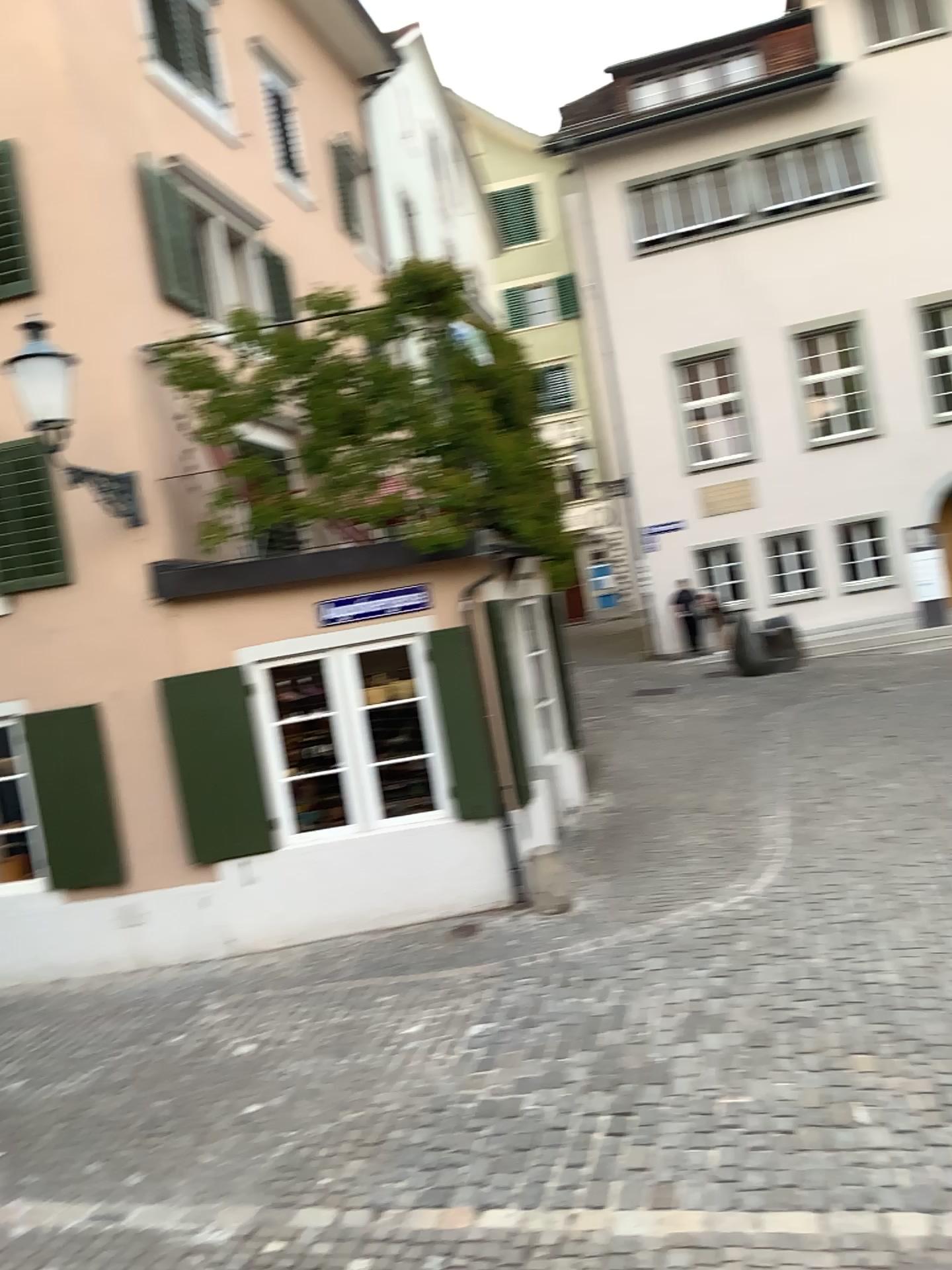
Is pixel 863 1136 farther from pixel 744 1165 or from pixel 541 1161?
pixel 541 1161
